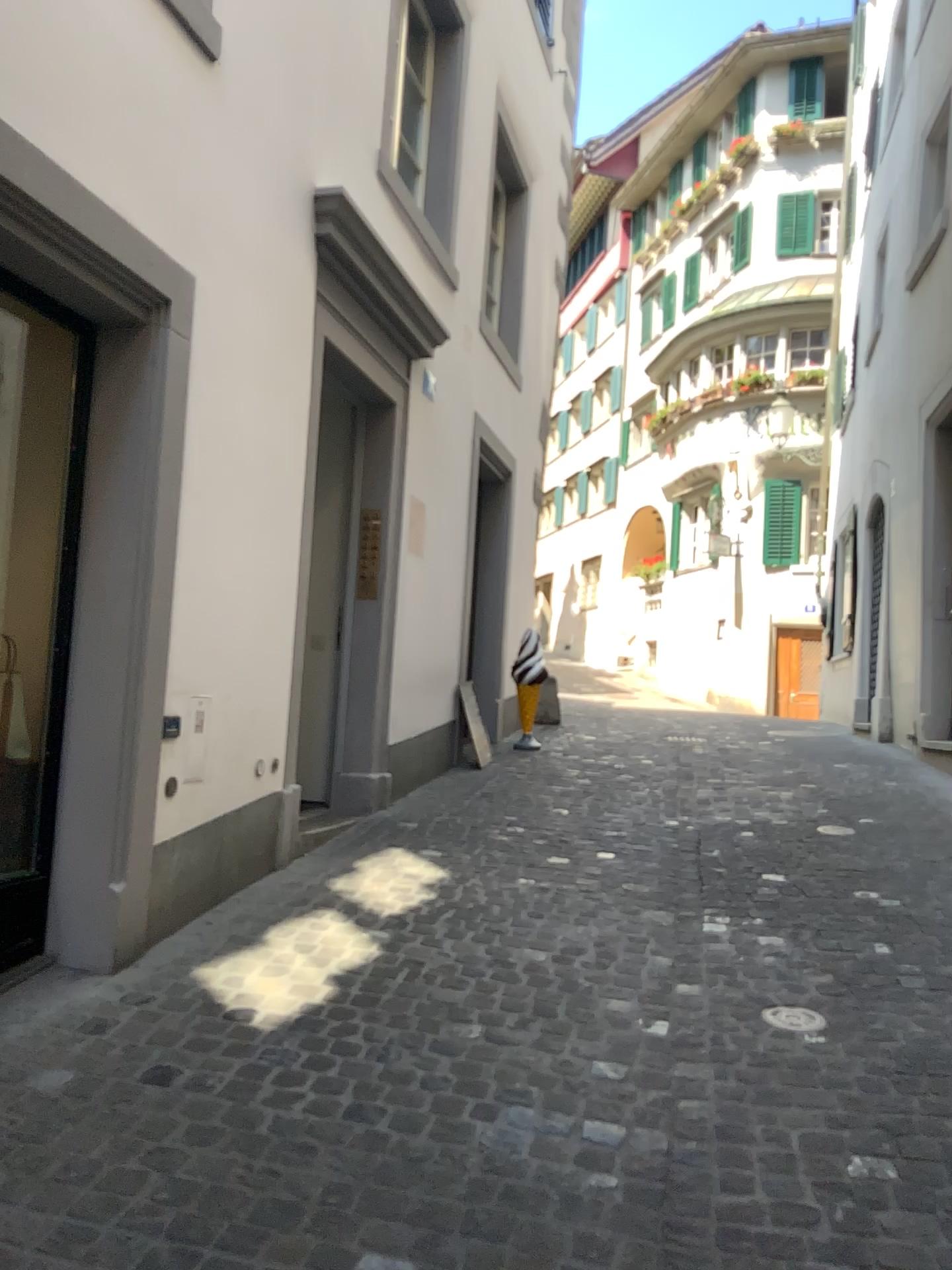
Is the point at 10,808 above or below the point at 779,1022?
above

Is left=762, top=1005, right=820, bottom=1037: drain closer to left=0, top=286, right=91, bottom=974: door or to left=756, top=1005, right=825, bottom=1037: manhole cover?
left=756, top=1005, right=825, bottom=1037: manhole cover

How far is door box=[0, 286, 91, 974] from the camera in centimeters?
332cm

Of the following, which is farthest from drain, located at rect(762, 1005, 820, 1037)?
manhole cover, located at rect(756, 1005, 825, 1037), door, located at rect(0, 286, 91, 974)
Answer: door, located at rect(0, 286, 91, 974)

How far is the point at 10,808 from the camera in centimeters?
332cm

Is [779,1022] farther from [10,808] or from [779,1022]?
[10,808]

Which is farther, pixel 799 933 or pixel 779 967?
pixel 799 933
